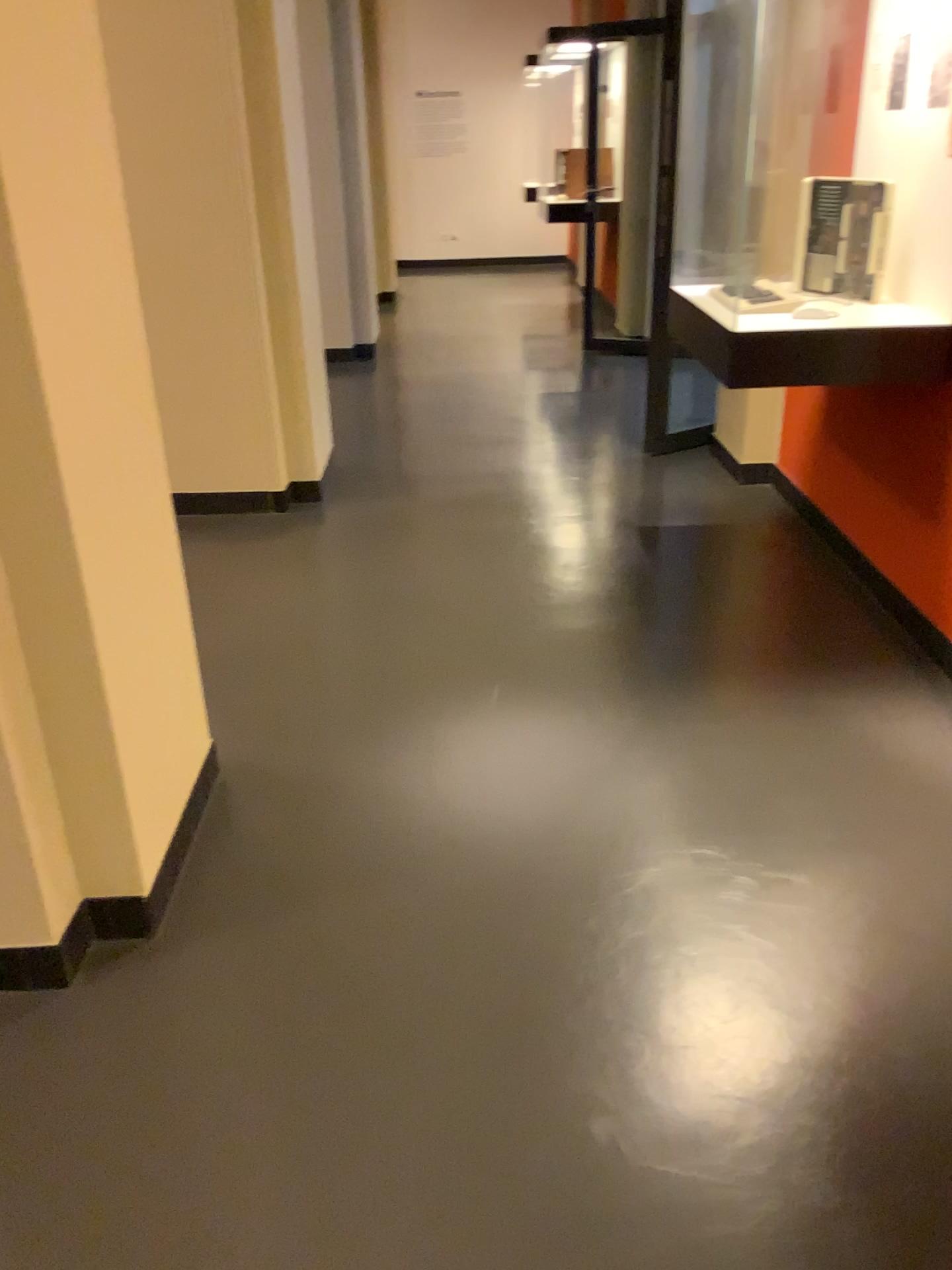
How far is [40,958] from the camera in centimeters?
189cm

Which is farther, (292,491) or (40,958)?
(292,491)

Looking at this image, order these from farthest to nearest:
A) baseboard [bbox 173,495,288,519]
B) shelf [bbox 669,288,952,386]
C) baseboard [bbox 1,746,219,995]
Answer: baseboard [bbox 173,495,288,519] → shelf [bbox 669,288,952,386] → baseboard [bbox 1,746,219,995]

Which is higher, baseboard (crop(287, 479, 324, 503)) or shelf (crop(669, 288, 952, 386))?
shelf (crop(669, 288, 952, 386))

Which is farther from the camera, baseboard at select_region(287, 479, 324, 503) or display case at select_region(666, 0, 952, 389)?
baseboard at select_region(287, 479, 324, 503)

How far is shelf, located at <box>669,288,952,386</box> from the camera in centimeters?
273cm

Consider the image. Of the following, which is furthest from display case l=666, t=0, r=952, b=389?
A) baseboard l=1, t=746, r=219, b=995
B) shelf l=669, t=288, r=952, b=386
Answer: baseboard l=1, t=746, r=219, b=995

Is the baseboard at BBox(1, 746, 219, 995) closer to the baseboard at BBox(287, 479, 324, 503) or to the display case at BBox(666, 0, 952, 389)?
the display case at BBox(666, 0, 952, 389)

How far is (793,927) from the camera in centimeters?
198cm

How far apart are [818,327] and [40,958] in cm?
233
